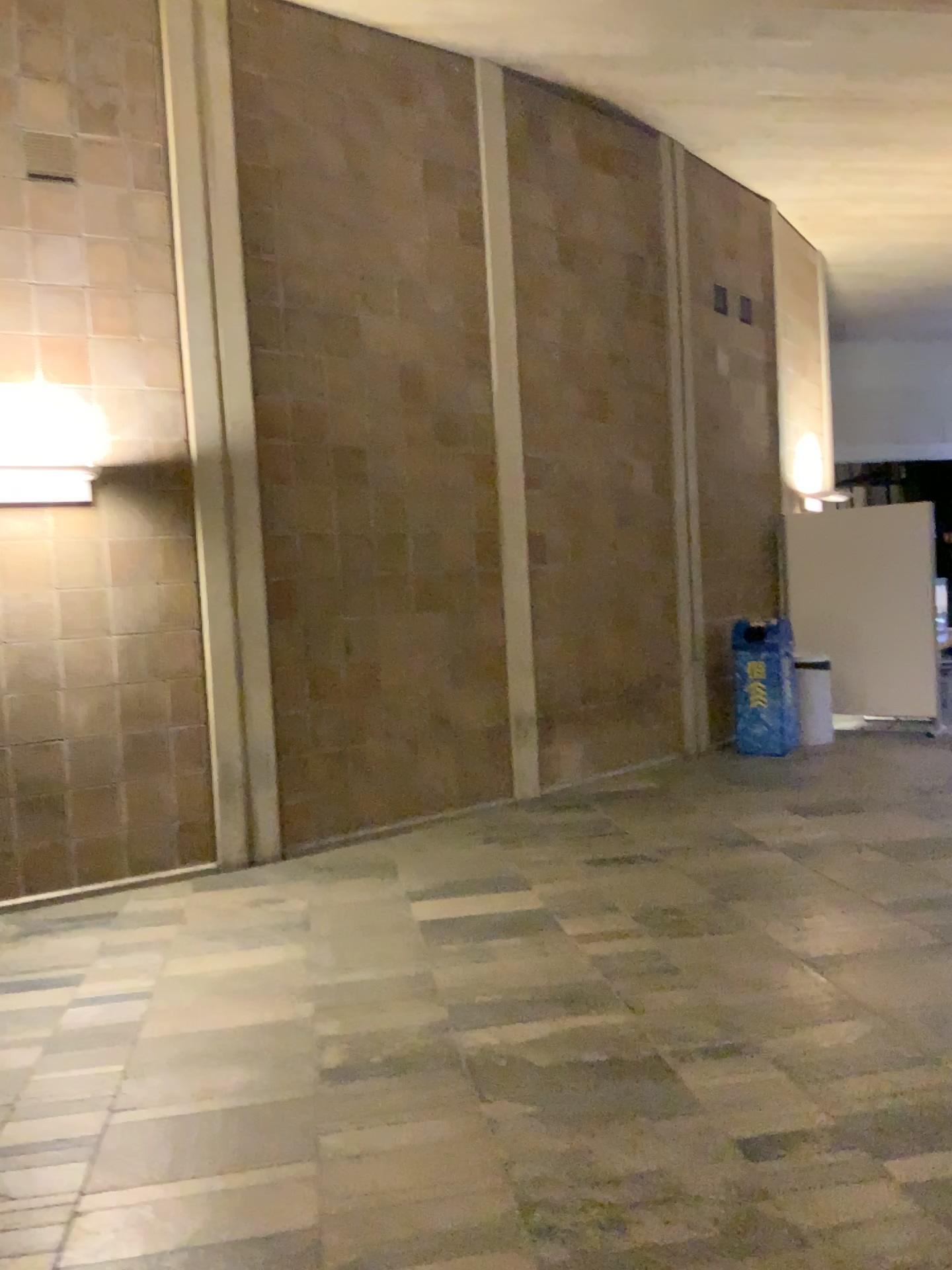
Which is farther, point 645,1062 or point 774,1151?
point 645,1062
